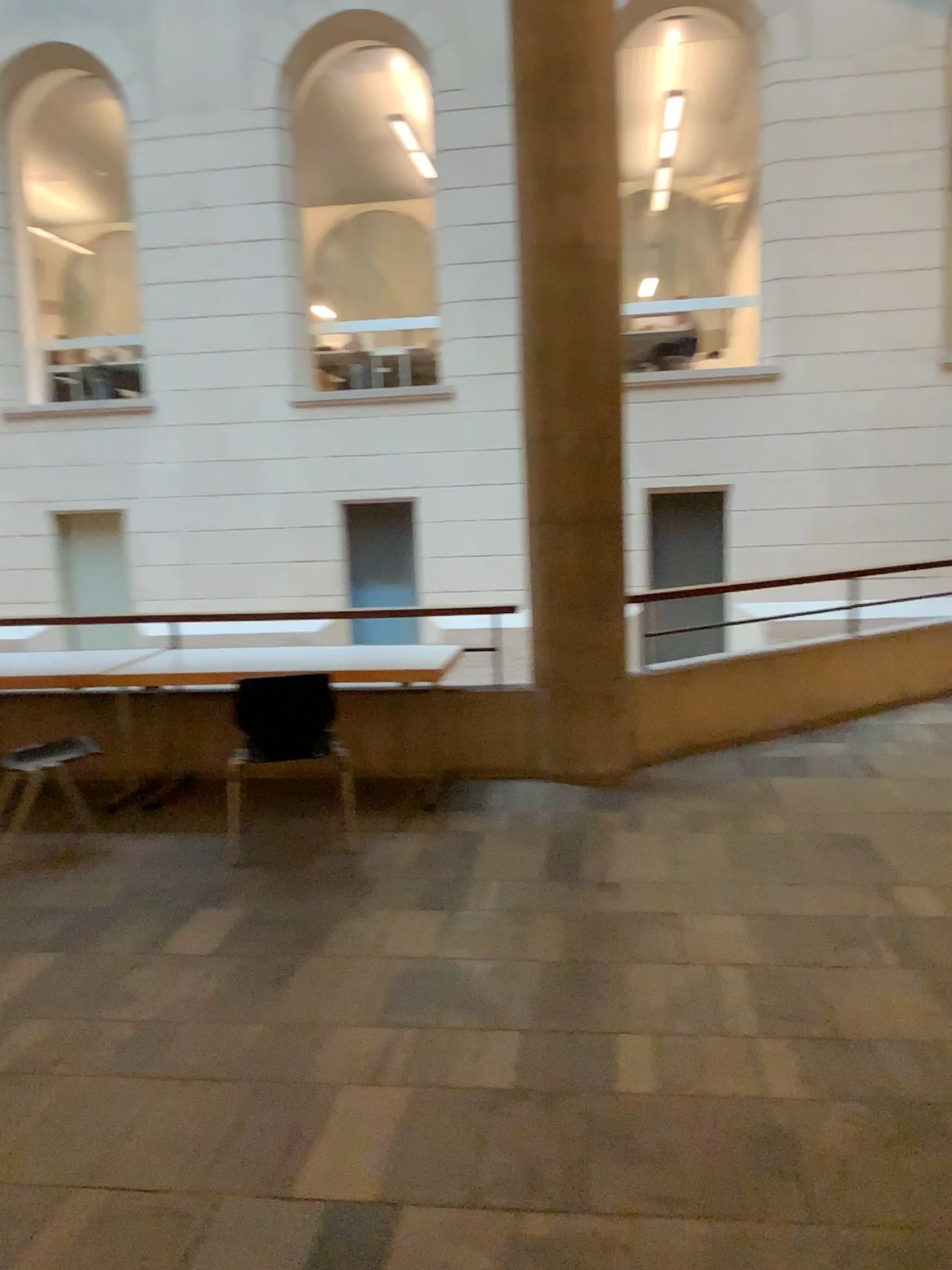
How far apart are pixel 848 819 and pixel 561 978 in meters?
1.9 m
